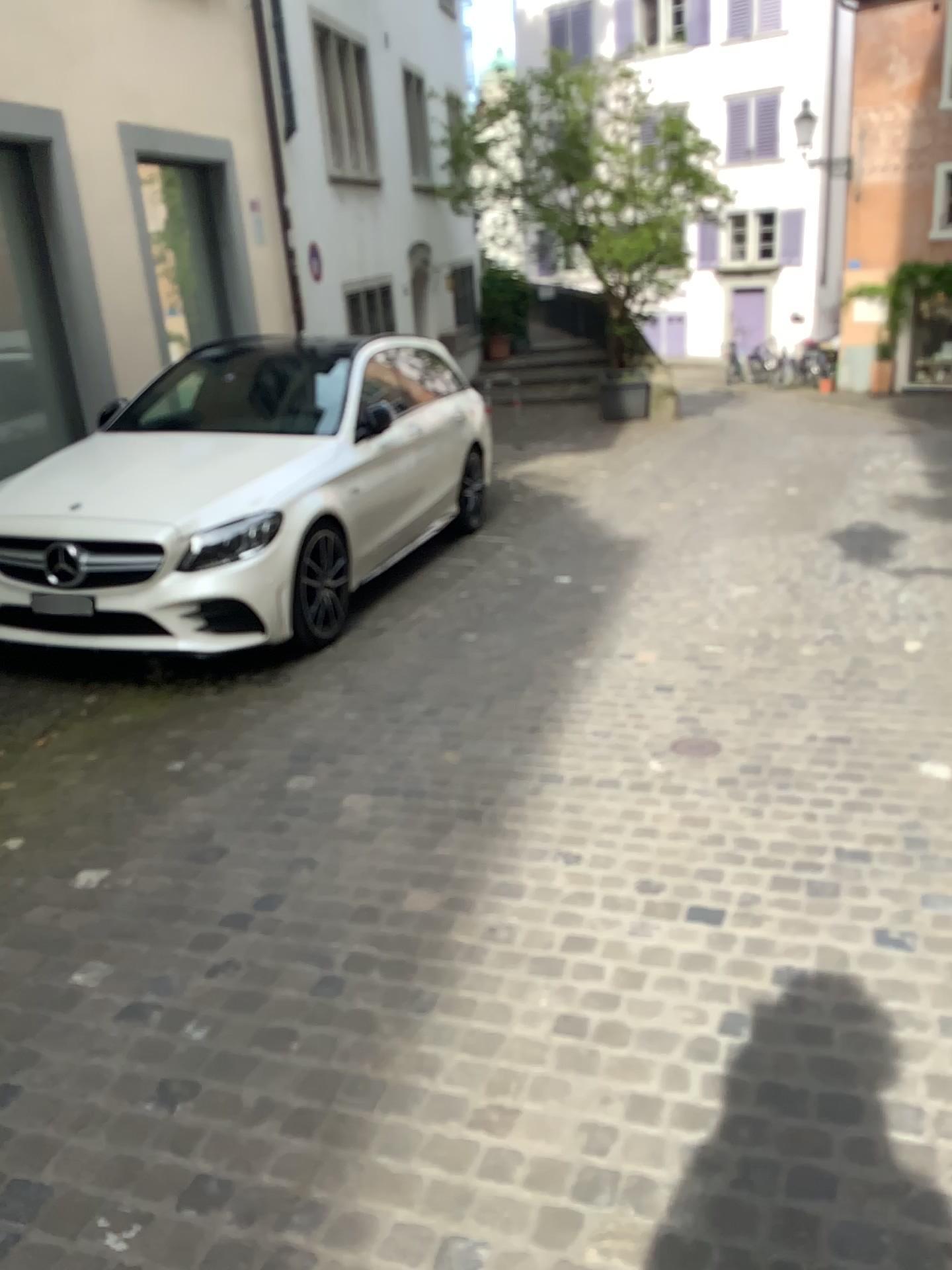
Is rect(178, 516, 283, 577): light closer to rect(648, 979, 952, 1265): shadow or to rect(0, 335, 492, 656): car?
rect(0, 335, 492, 656): car

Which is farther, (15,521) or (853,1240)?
(15,521)

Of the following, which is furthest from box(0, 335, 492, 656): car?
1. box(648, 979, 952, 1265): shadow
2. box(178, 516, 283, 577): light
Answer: box(648, 979, 952, 1265): shadow

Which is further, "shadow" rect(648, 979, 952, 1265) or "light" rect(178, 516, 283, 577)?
"light" rect(178, 516, 283, 577)

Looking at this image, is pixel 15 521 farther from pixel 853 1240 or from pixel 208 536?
pixel 853 1240

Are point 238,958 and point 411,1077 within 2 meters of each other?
yes

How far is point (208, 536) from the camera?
4.6 meters

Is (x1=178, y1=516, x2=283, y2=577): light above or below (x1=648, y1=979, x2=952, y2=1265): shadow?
above

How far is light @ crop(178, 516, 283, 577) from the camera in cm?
456
